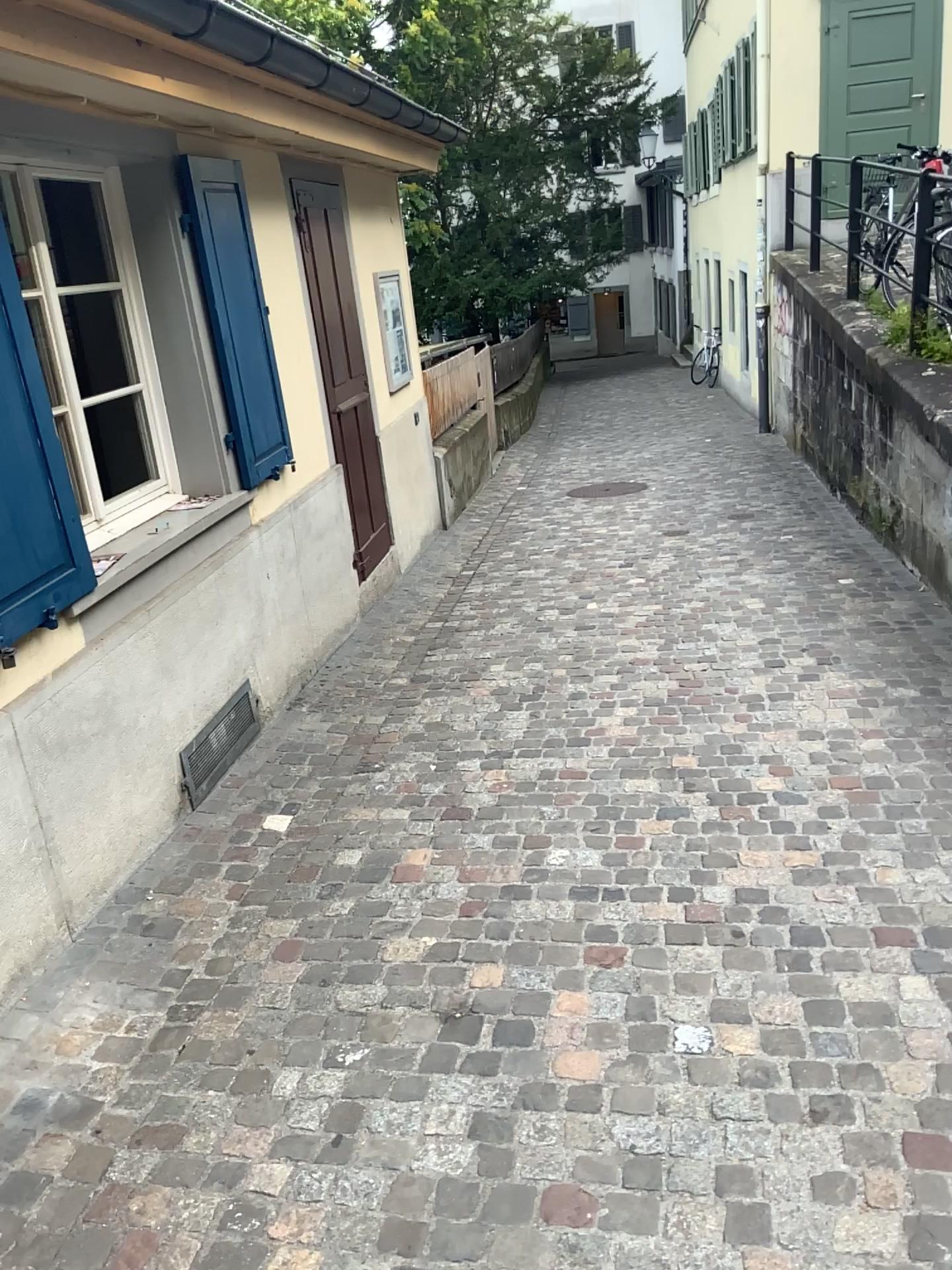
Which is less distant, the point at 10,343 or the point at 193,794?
the point at 10,343

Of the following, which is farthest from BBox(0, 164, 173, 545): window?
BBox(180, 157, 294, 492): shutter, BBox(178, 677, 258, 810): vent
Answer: BBox(178, 677, 258, 810): vent

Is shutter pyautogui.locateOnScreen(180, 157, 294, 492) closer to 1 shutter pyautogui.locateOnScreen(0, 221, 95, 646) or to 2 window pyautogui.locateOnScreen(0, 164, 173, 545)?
2 window pyautogui.locateOnScreen(0, 164, 173, 545)

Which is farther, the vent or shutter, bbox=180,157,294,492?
shutter, bbox=180,157,294,492

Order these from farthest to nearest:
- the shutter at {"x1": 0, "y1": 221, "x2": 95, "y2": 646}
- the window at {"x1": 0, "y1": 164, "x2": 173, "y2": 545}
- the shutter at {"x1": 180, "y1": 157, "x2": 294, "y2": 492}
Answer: the shutter at {"x1": 180, "y1": 157, "x2": 294, "y2": 492}, the window at {"x1": 0, "y1": 164, "x2": 173, "y2": 545}, the shutter at {"x1": 0, "y1": 221, "x2": 95, "y2": 646}

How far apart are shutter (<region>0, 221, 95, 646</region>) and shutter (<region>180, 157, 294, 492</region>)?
1.3 meters

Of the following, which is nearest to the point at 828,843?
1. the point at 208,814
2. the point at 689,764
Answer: the point at 689,764

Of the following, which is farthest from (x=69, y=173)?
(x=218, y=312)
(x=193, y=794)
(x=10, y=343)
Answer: (x=193, y=794)

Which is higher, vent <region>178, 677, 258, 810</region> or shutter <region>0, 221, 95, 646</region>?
shutter <region>0, 221, 95, 646</region>

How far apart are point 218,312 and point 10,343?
1.60m
